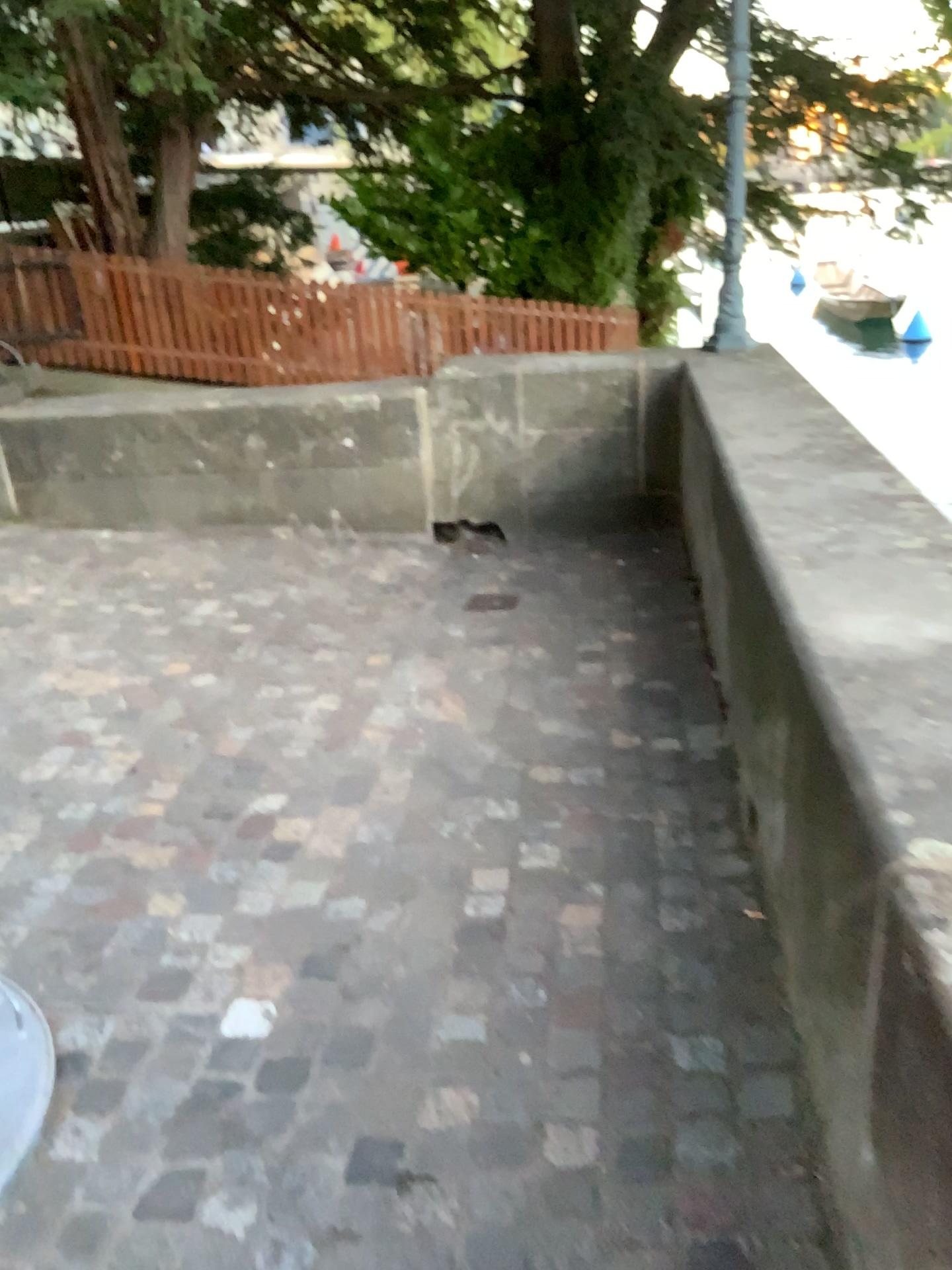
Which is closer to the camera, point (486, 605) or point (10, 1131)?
point (10, 1131)

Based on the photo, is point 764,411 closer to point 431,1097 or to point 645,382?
point 645,382

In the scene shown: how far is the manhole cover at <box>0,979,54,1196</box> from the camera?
1.8m

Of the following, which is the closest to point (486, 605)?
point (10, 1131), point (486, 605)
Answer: point (486, 605)

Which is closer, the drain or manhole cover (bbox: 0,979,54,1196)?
manhole cover (bbox: 0,979,54,1196)

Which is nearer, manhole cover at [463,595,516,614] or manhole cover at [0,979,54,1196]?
manhole cover at [0,979,54,1196]

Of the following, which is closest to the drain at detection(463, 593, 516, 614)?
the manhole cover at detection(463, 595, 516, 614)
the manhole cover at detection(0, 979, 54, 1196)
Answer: the manhole cover at detection(463, 595, 516, 614)

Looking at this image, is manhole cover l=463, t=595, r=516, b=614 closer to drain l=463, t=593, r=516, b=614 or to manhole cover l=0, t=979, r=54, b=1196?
drain l=463, t=593, r=516, b=614

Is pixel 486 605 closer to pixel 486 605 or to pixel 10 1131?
pixel 486 605
